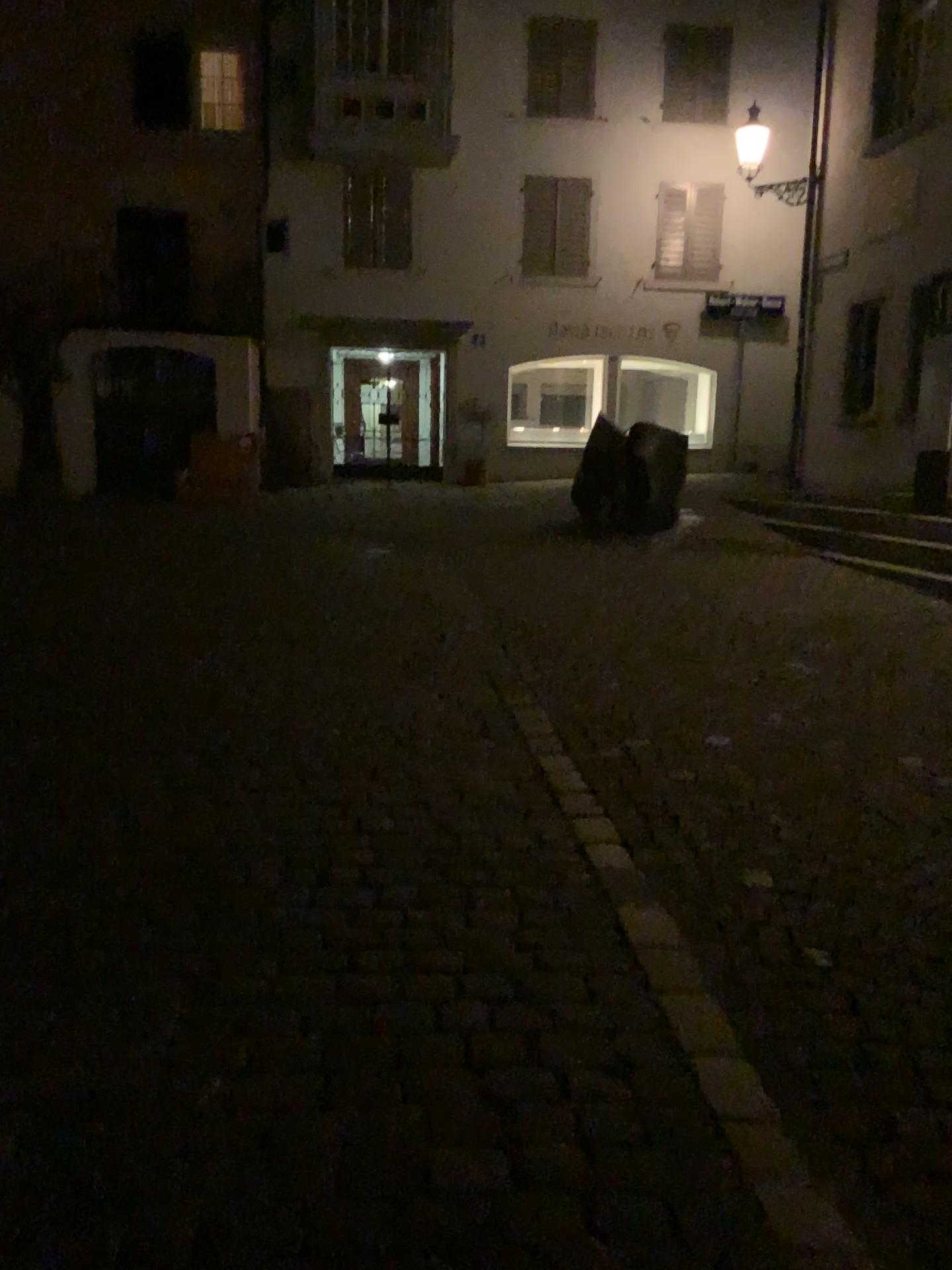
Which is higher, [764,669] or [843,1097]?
[764,669]
